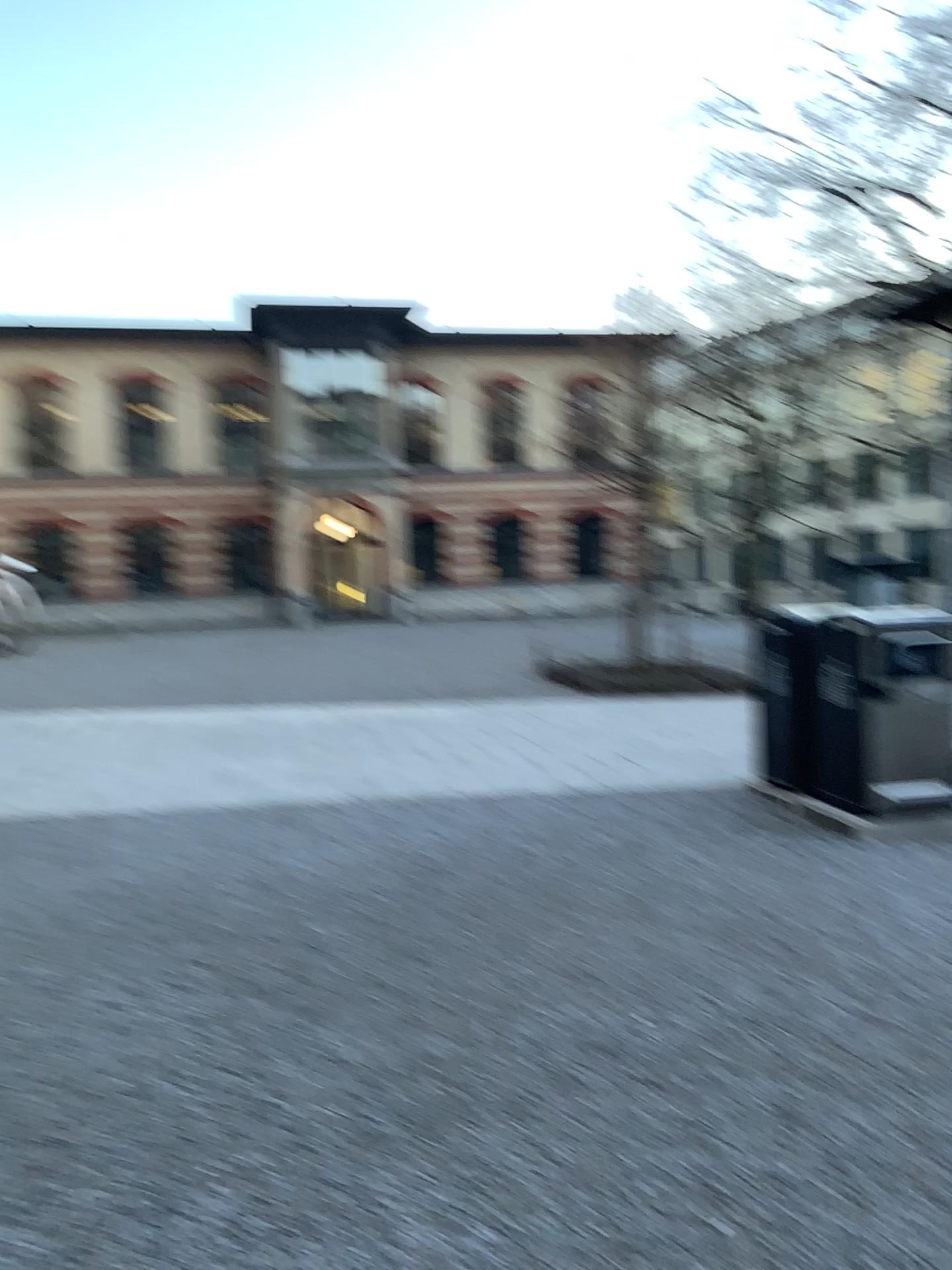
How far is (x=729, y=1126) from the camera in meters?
3.0
